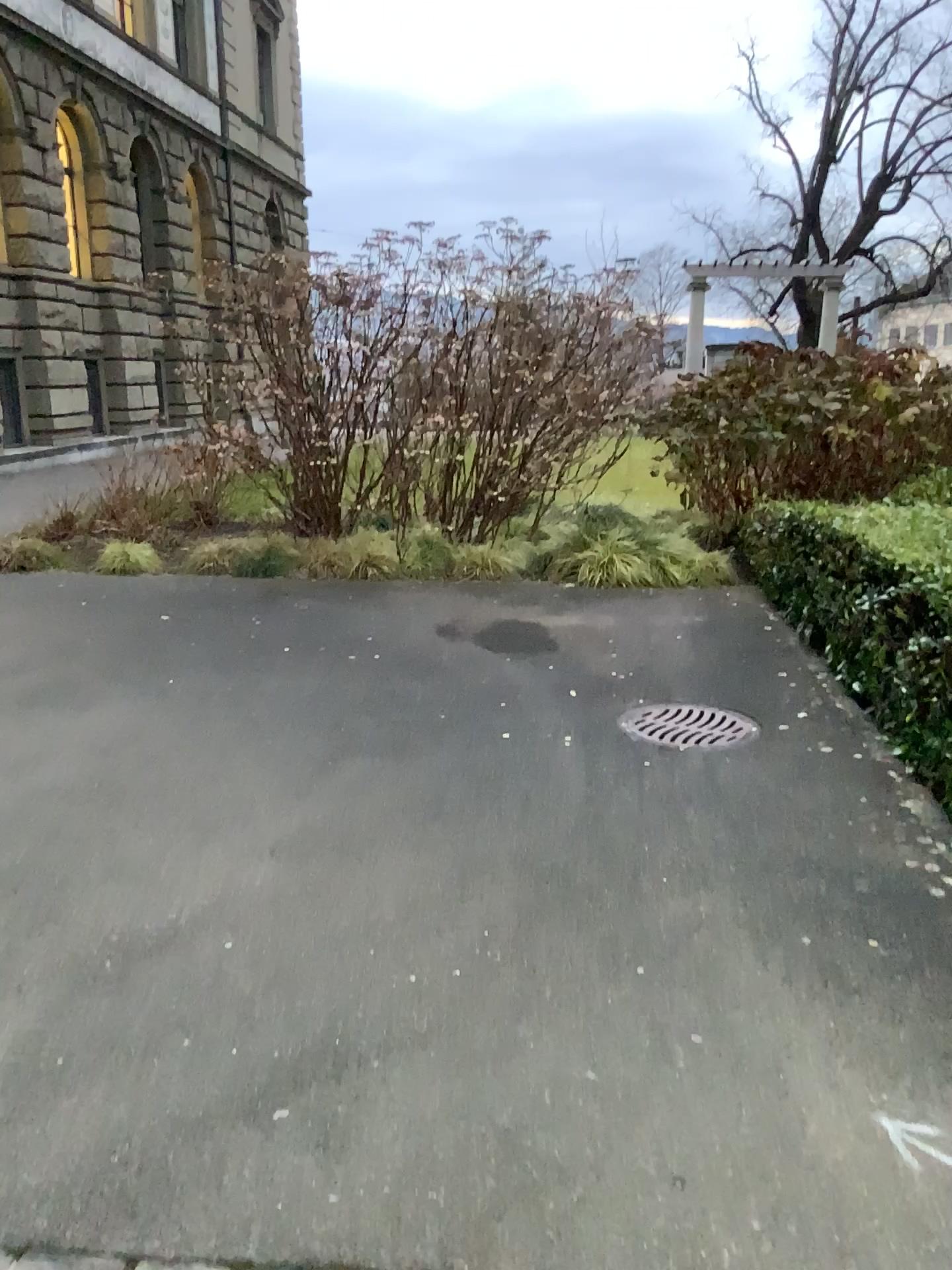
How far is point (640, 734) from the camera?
4.7 meters

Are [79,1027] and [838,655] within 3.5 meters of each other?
no

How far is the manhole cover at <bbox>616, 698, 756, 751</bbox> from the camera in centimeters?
470cm
